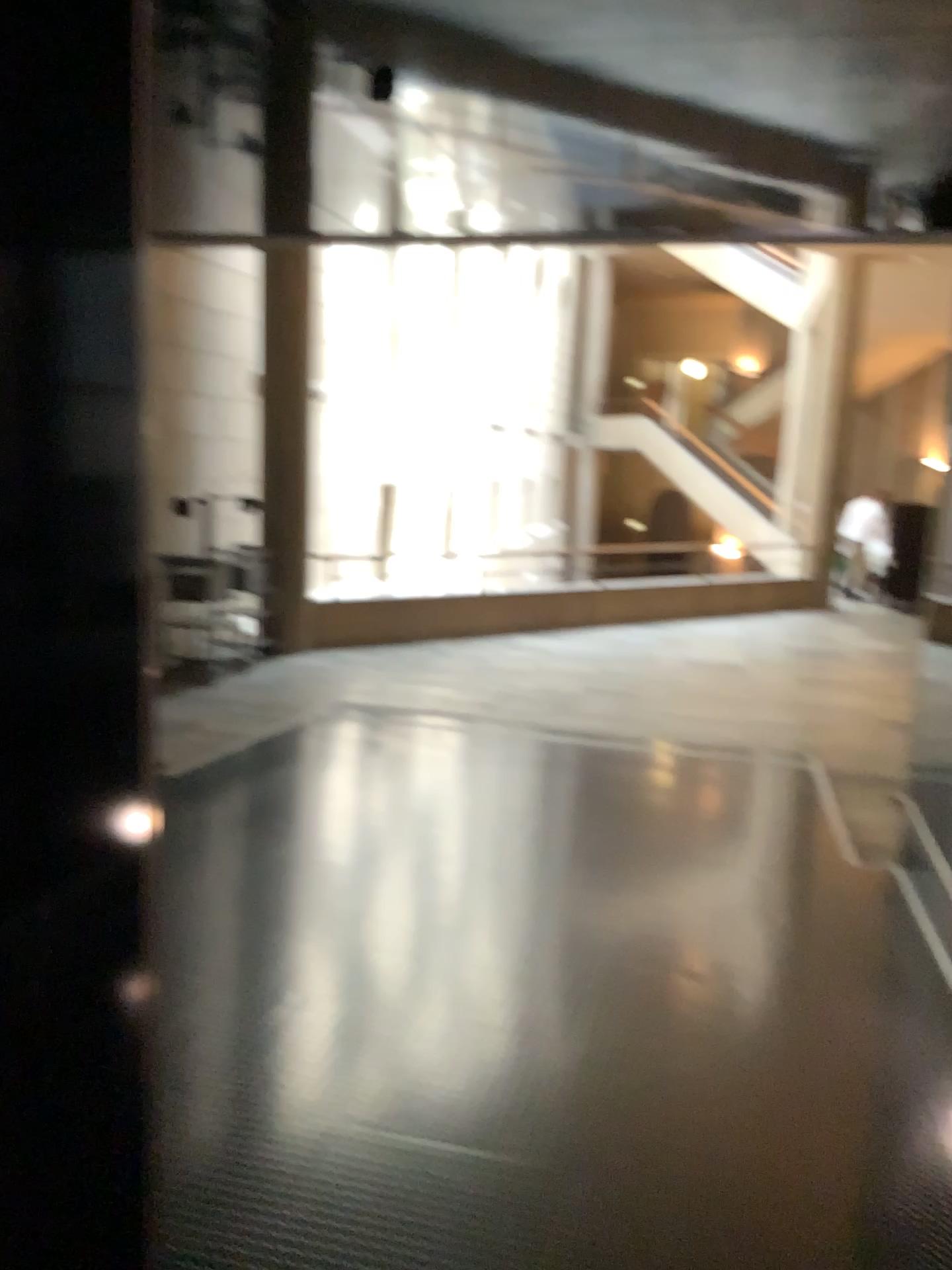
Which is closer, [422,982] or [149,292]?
[149,292]

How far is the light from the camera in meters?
→ 1.1 m

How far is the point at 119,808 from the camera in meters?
1.1 m
